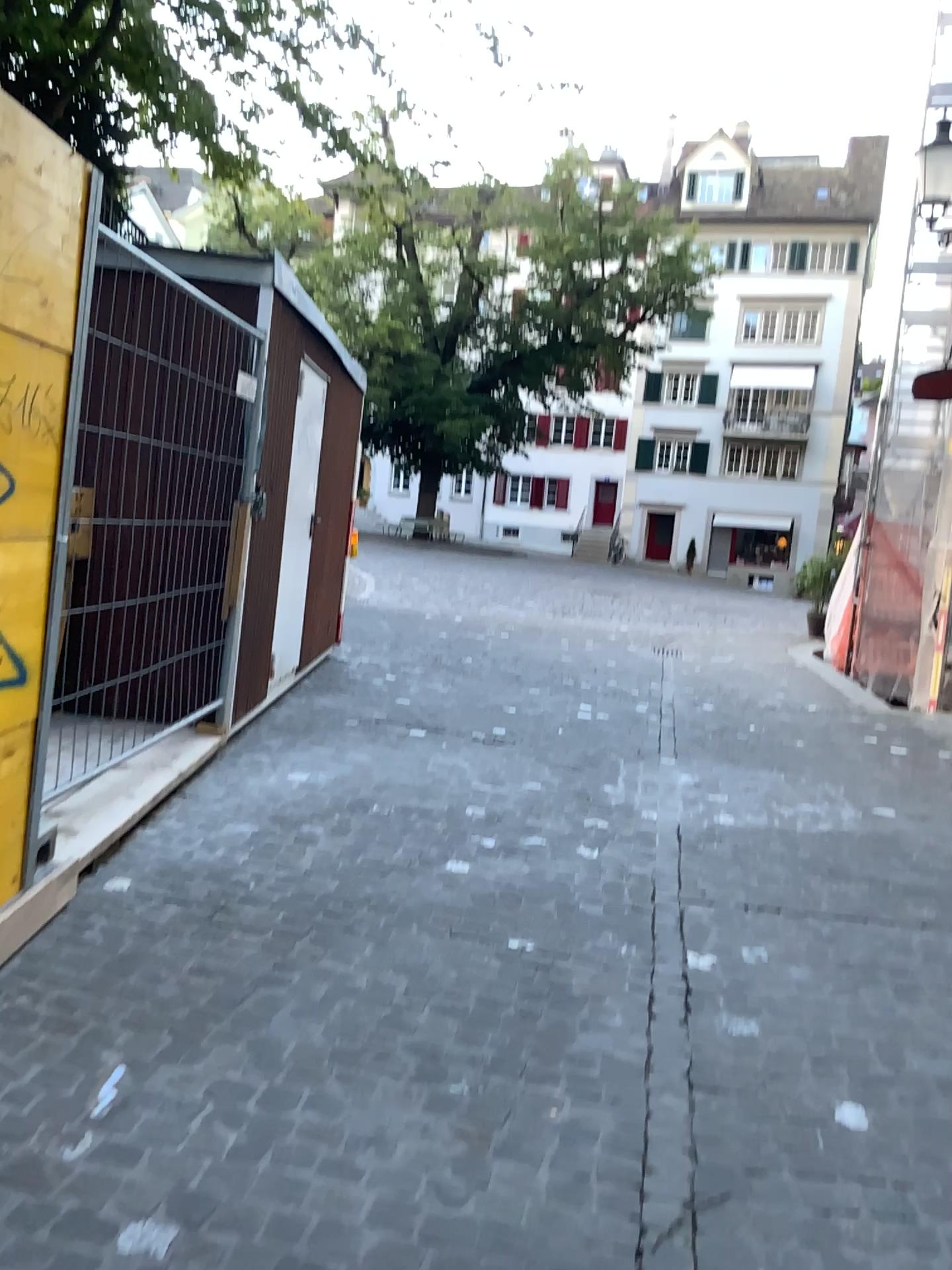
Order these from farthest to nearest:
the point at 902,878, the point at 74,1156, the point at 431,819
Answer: the point at 431,819 < the point at 902,878 < the point at 74,1156
